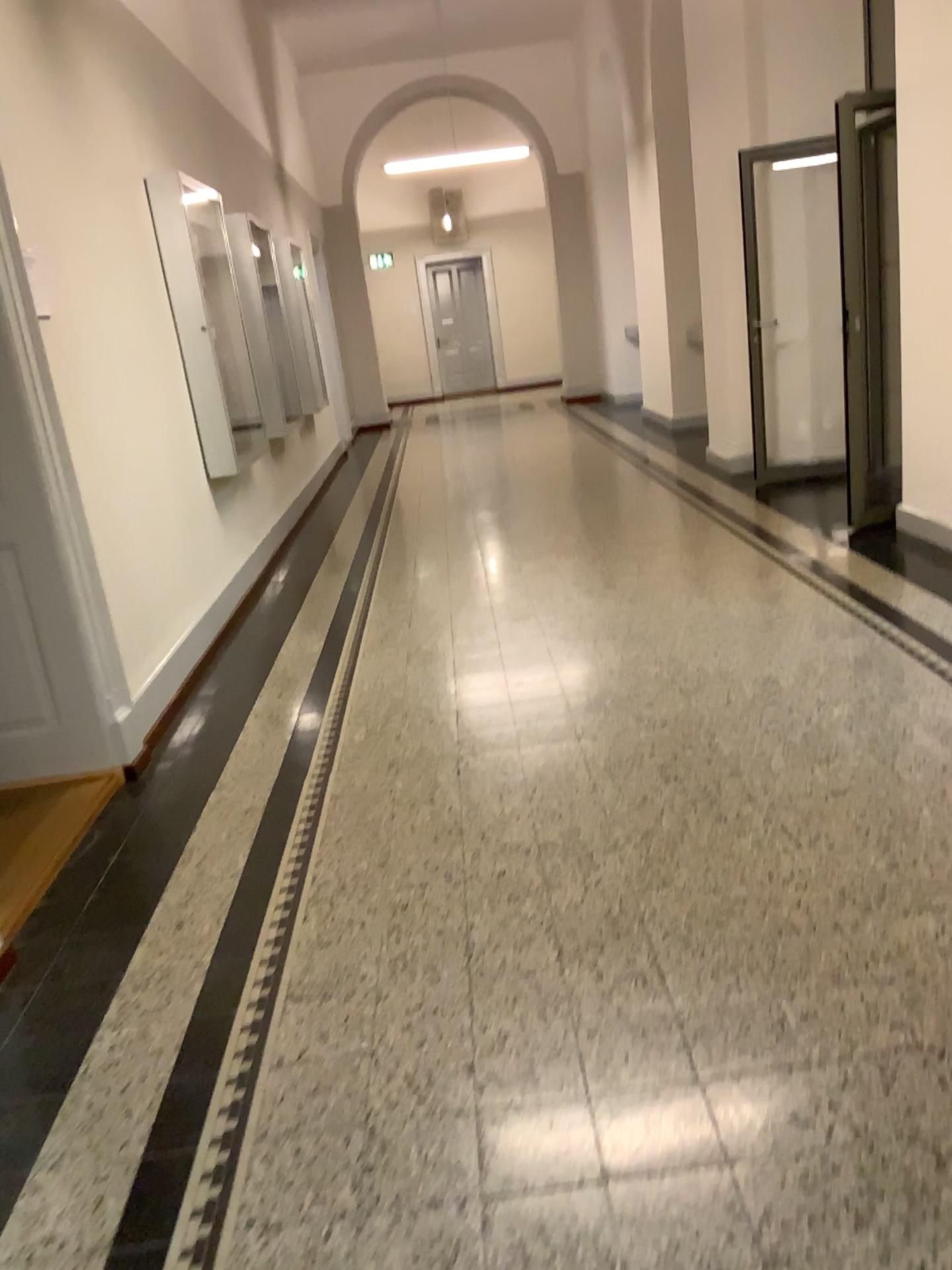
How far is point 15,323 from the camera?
3.2 meters

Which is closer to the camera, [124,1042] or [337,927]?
[124,1042]

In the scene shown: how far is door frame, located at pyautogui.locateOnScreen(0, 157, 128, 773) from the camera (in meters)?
3.19
